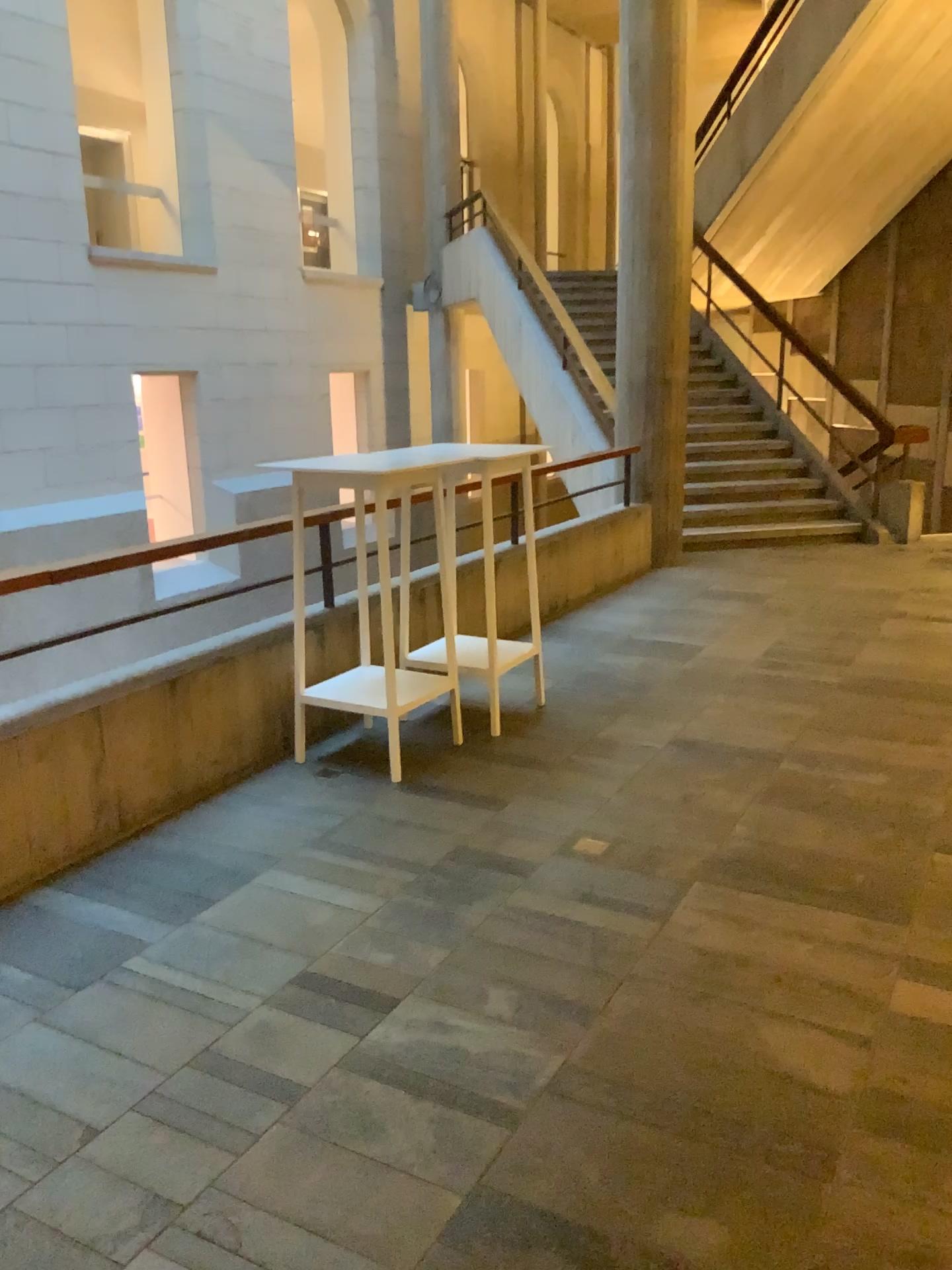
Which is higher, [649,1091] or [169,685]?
[169,685]
